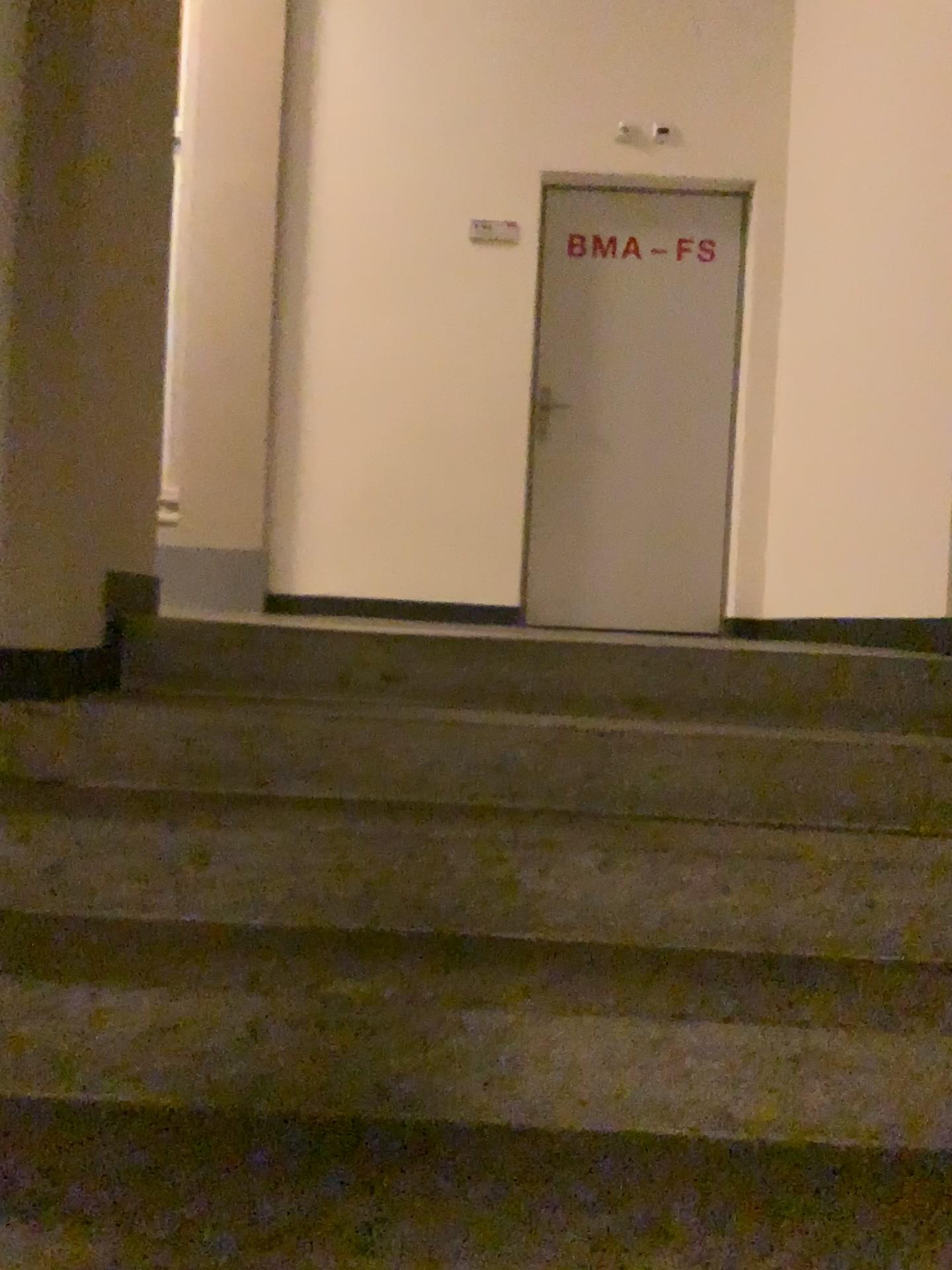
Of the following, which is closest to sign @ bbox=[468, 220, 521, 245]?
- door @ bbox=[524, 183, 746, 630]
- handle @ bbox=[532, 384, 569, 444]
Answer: door @ bbox=[524, 183, 746, 630]

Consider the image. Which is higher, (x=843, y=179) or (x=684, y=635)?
(x=843, y=179)

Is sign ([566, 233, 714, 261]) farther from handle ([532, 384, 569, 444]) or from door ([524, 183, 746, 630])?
handle ([532, 384, 569, 444])

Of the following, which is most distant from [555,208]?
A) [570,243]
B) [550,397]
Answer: [550,397]

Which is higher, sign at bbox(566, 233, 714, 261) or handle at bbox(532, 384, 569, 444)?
sign at bbox(566, 233, 714, 261)

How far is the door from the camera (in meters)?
4.85

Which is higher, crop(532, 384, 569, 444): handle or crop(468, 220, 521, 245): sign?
crop(468, 220, 521, 245): sign

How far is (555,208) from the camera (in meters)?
4.85

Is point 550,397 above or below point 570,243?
below

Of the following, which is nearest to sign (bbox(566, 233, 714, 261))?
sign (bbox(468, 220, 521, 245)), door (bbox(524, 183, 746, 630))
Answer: door (bbox(524, 183, 746, 630))
